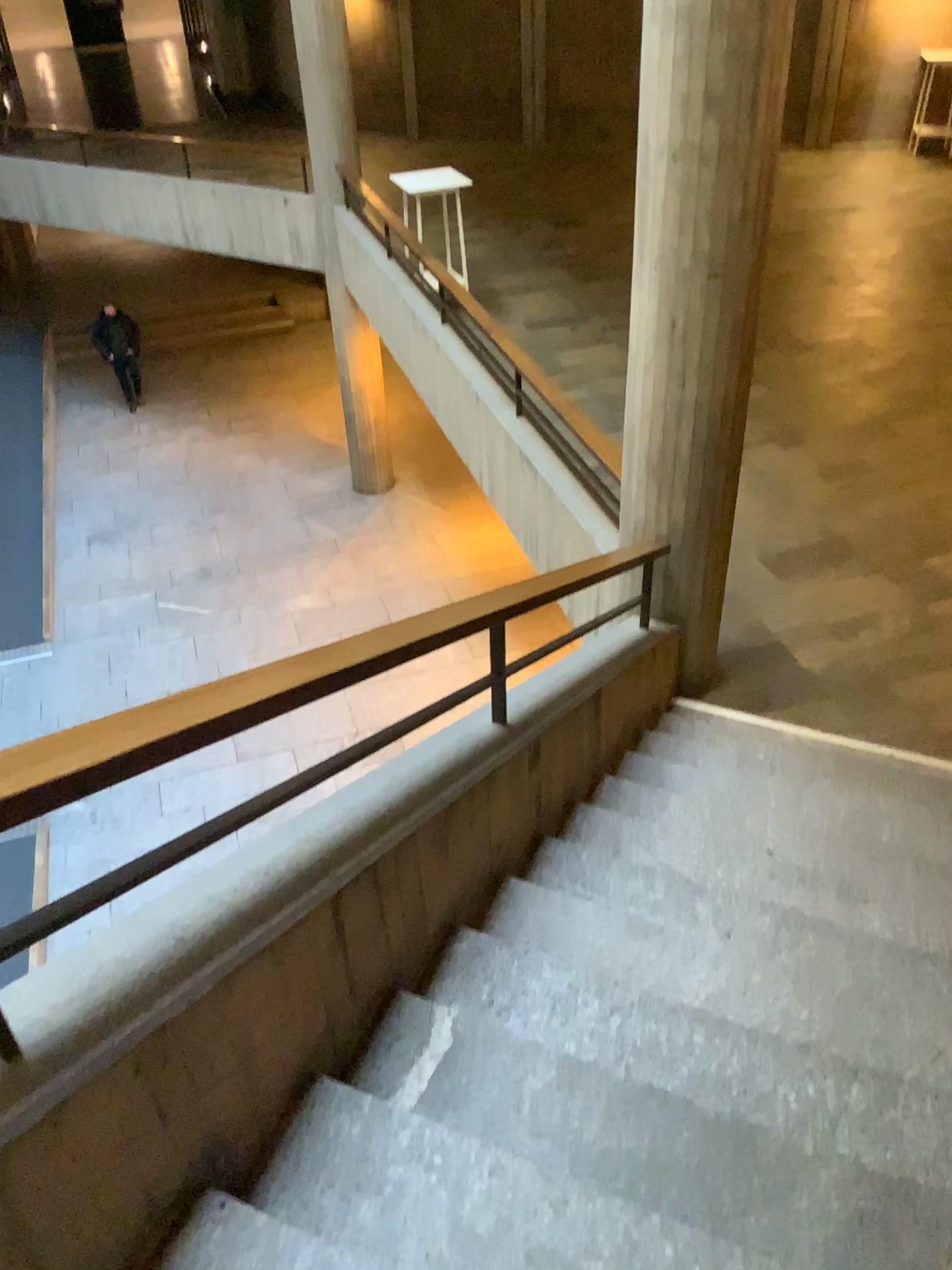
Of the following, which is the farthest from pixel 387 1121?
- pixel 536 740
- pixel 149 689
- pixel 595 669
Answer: pixel 595 669
